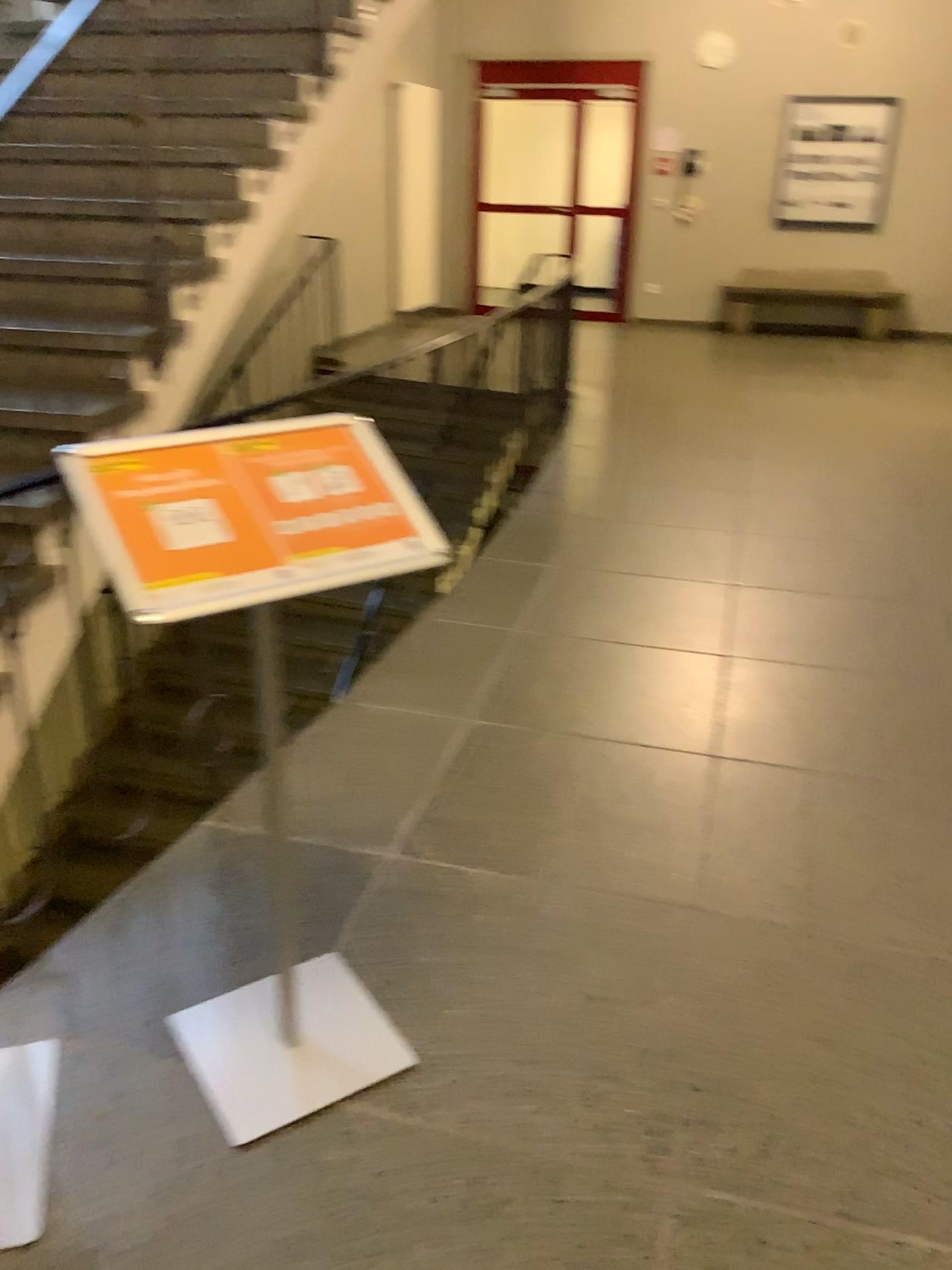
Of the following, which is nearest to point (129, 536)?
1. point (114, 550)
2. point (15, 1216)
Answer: point (114, 550)

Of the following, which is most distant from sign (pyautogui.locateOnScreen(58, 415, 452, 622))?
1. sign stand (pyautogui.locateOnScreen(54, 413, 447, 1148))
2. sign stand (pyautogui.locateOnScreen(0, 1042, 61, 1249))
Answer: sign stand (pyautogui.locateOnScreen(0, 1042, 61, 1249))

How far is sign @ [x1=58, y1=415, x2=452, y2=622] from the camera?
1.3m

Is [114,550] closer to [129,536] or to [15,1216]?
[129,536]

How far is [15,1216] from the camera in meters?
1.5 m

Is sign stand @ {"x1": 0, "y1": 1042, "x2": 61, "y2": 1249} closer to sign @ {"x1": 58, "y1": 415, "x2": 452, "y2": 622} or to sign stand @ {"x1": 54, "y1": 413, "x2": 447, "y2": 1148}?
sign stand @ {"x1": 54, "y1": 413, "x2": 447, "y2": 1148}

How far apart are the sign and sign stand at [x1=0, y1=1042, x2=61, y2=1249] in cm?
93

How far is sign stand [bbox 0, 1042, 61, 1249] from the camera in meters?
1.5

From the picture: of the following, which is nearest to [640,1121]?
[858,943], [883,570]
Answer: [858,943]

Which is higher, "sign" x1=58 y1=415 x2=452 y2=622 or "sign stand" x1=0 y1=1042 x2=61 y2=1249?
"sign" x1=58 y1=415 x2=452 y2=622
